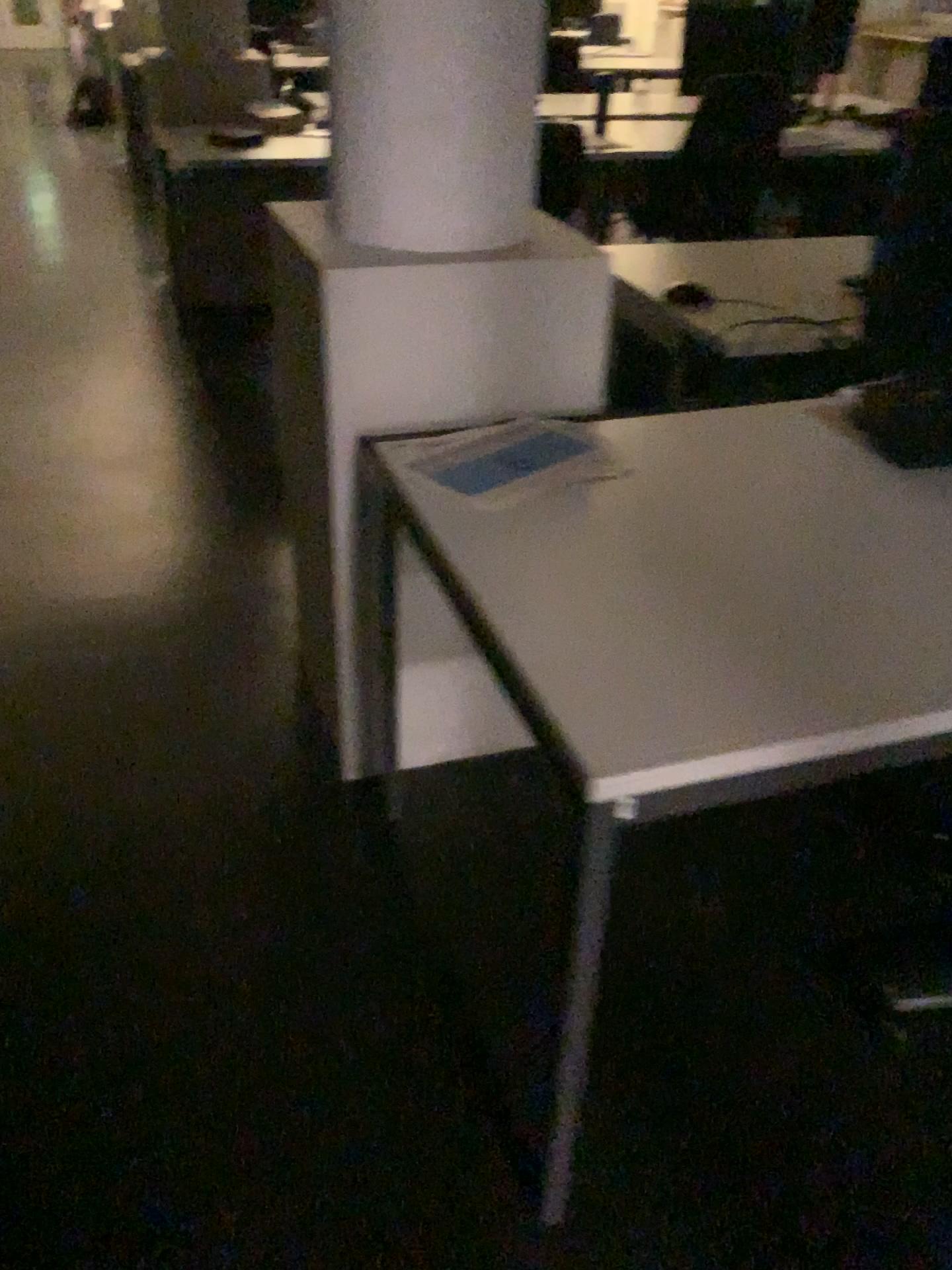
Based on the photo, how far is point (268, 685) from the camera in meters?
2.3

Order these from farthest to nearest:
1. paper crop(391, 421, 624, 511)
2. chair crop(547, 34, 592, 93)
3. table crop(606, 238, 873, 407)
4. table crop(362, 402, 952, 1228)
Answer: chair crop(547, 34, 592, 93) → table crop(606, 238, 873, 407) → paper crop(391, 421, 624, 511) → table crop(362, 402, 952, 1228)

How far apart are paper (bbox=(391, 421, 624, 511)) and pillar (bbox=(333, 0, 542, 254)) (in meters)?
0.30

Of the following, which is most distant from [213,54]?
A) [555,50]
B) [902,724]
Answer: [902,724]

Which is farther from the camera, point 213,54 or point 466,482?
point 213,54

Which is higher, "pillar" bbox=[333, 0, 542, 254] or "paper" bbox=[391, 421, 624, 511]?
"pillar" bbox=[333, 0, 542, 254]

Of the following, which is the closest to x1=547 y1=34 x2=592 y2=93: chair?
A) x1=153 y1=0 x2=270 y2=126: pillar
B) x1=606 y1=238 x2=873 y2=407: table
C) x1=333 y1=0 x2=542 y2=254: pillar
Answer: x1=153 y1=0 x2=270 y2=126: pillar

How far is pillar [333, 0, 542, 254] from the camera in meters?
1.5 m

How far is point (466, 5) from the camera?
1.50m

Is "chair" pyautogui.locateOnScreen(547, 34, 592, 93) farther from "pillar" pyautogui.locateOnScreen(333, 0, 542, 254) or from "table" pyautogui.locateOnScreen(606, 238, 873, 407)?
"pillar" pyautogui.locateOnScreen(333, 0, 542, 254)
